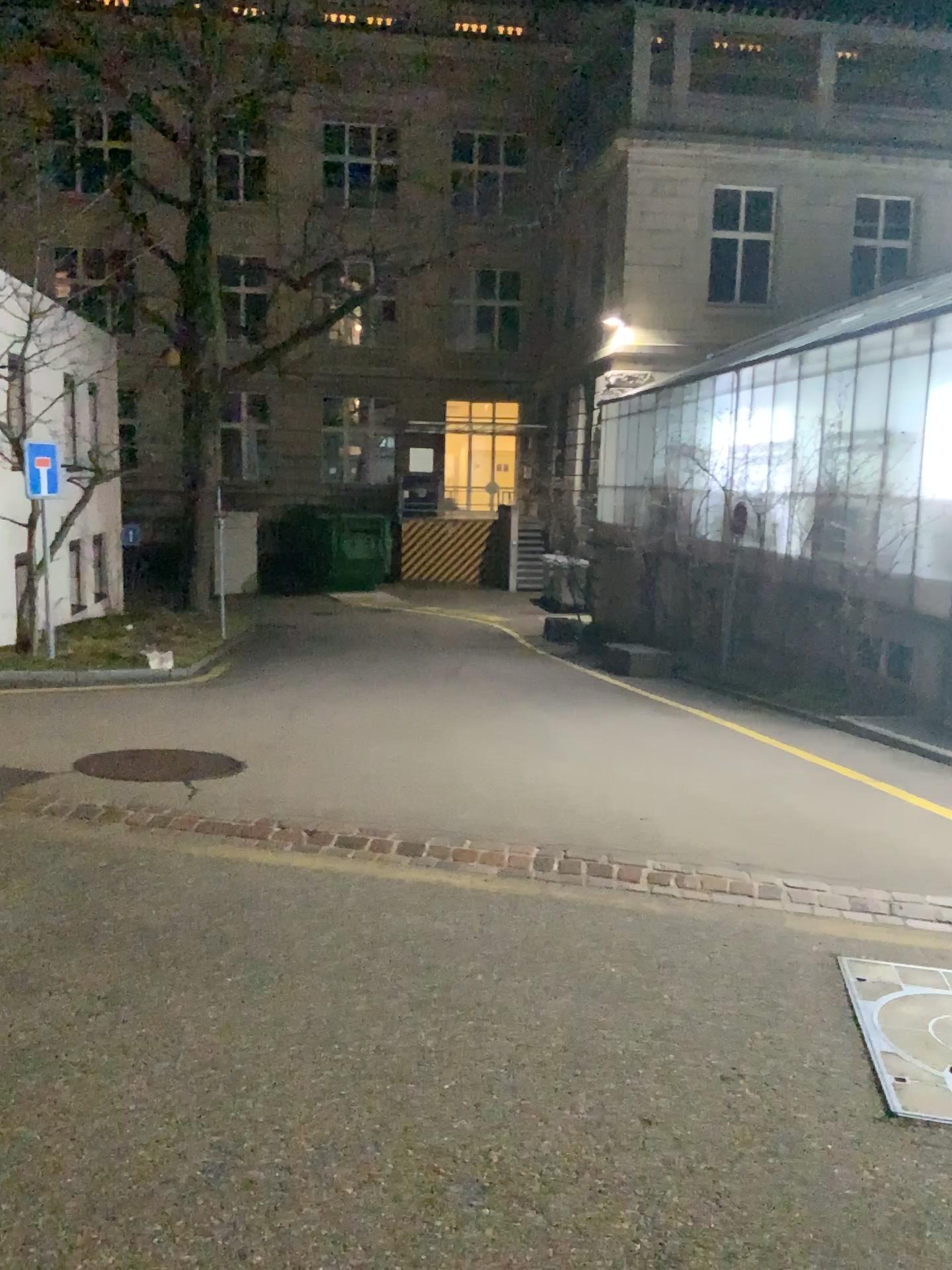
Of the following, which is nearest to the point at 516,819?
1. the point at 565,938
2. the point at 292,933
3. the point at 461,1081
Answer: the point at 565,938
